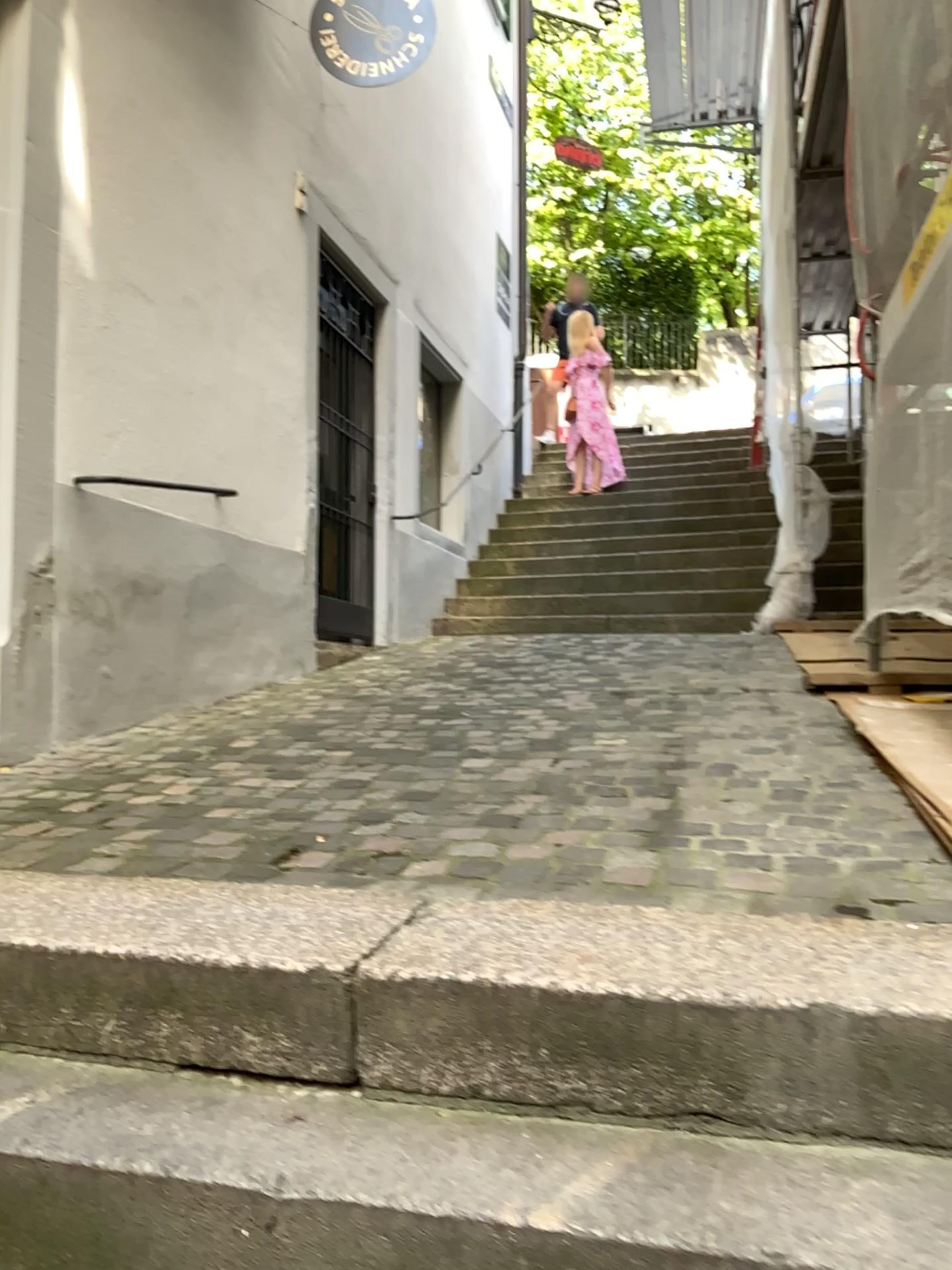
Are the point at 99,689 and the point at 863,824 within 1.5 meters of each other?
no
